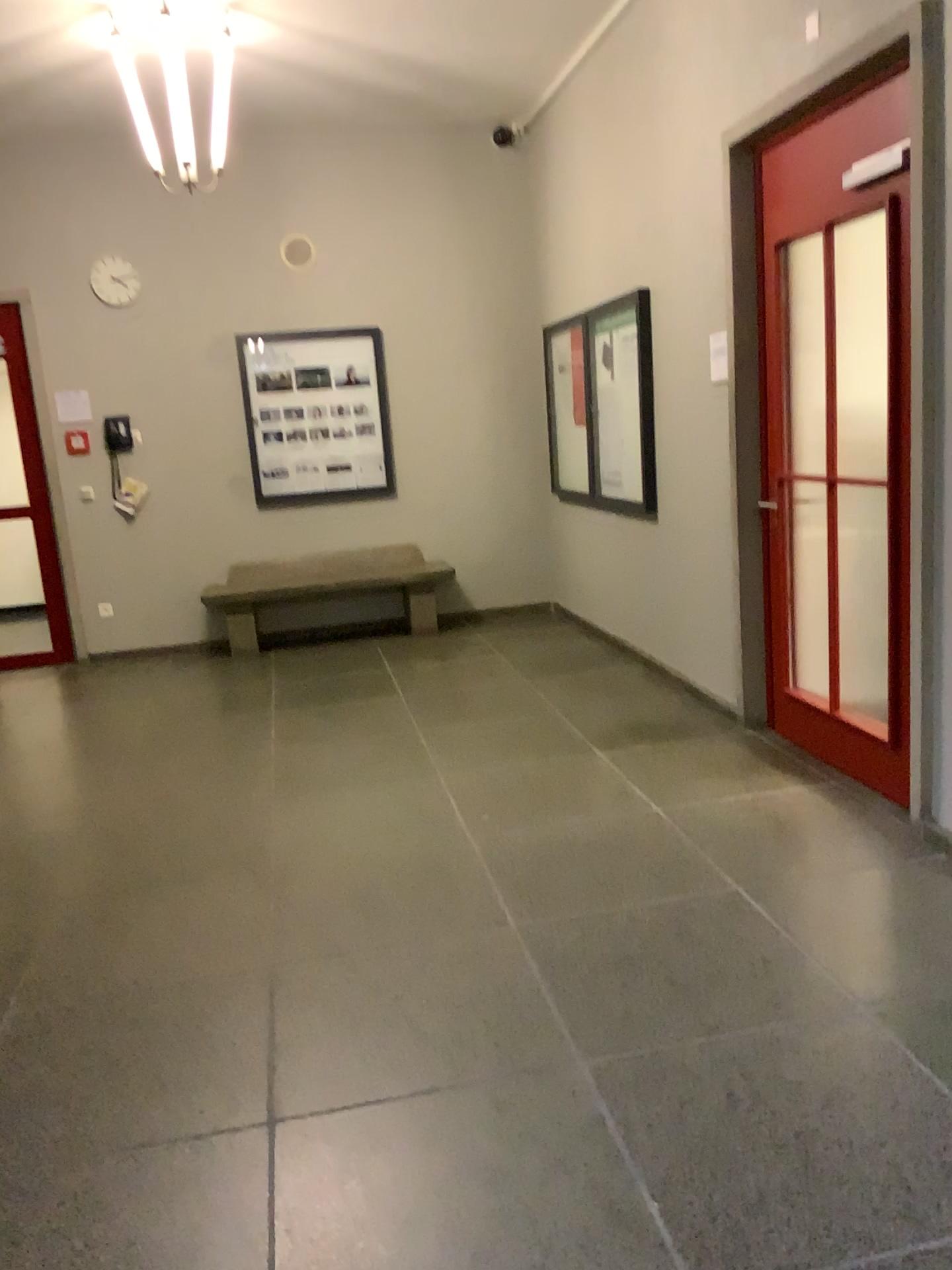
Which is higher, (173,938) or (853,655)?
(853,655)
